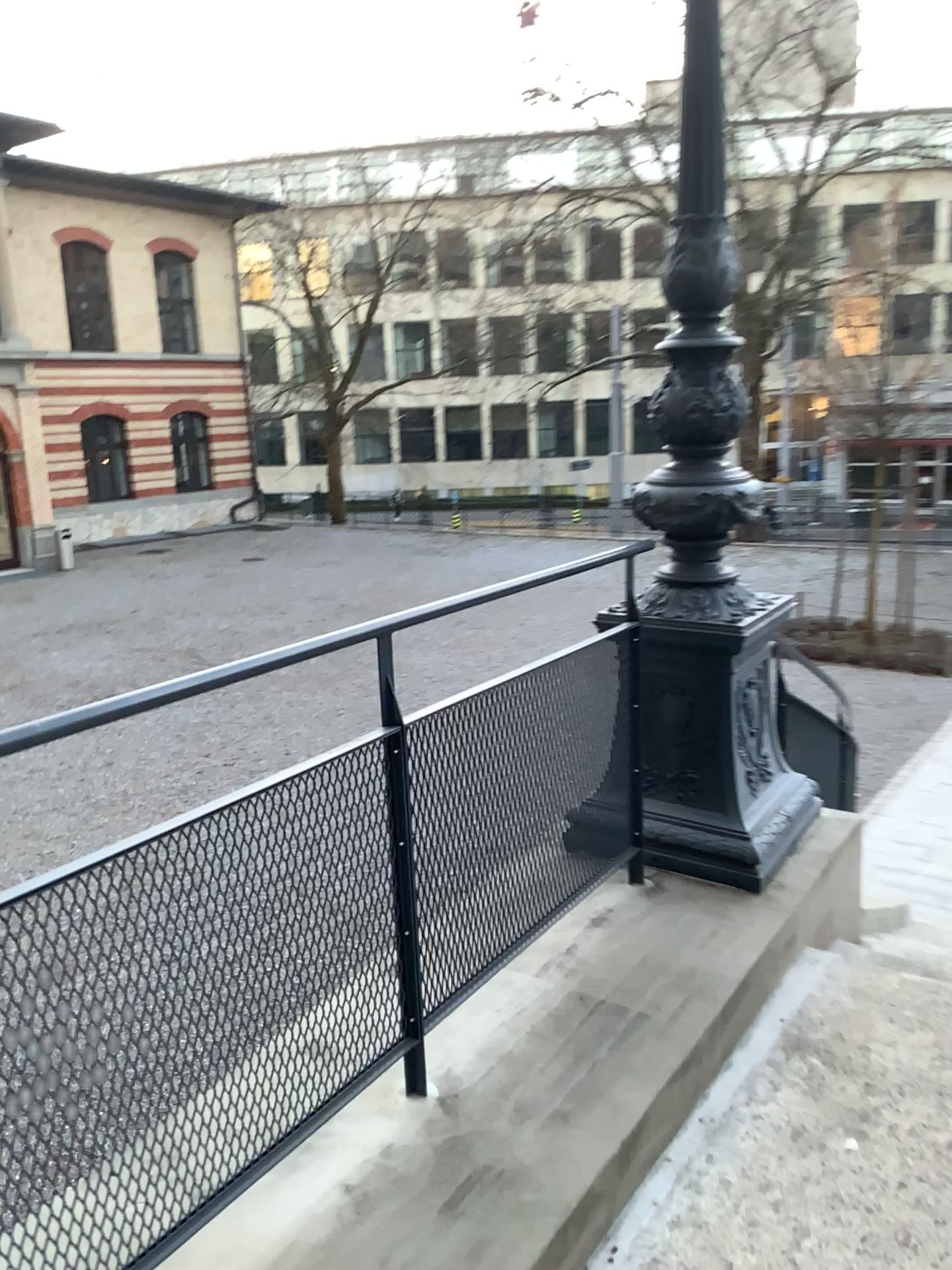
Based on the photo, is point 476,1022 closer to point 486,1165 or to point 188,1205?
point 486,1165
